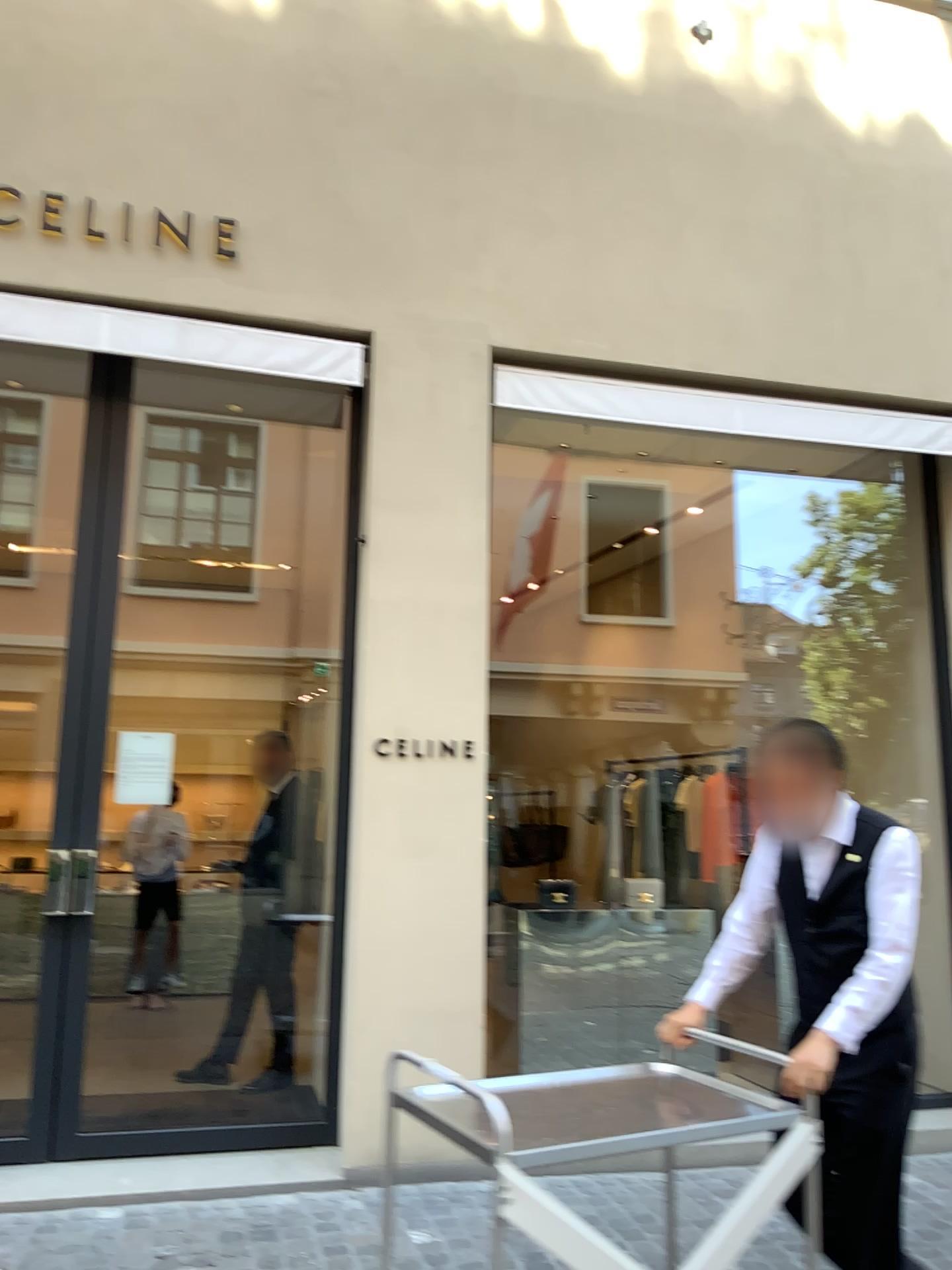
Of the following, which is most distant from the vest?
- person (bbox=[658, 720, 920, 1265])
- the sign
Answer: the sign

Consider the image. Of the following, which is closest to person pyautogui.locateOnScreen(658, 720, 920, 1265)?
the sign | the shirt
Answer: the shirt

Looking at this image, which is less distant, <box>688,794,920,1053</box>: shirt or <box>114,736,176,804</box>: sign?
<box>688,794,920,1053</box>: shirt

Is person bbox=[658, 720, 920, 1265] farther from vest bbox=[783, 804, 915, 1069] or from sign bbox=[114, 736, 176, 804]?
sign bbox=[114, 736, 176, 804]

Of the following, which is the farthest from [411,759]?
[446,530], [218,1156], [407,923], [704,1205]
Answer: [704,1205]

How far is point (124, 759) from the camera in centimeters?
441cm

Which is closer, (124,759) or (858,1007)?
(858,1007)

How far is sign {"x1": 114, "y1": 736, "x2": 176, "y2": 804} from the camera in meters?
4.4 m

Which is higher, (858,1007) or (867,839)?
(867,839)

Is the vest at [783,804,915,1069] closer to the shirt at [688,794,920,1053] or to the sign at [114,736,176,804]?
the shirt at [688,794,920,1053]
